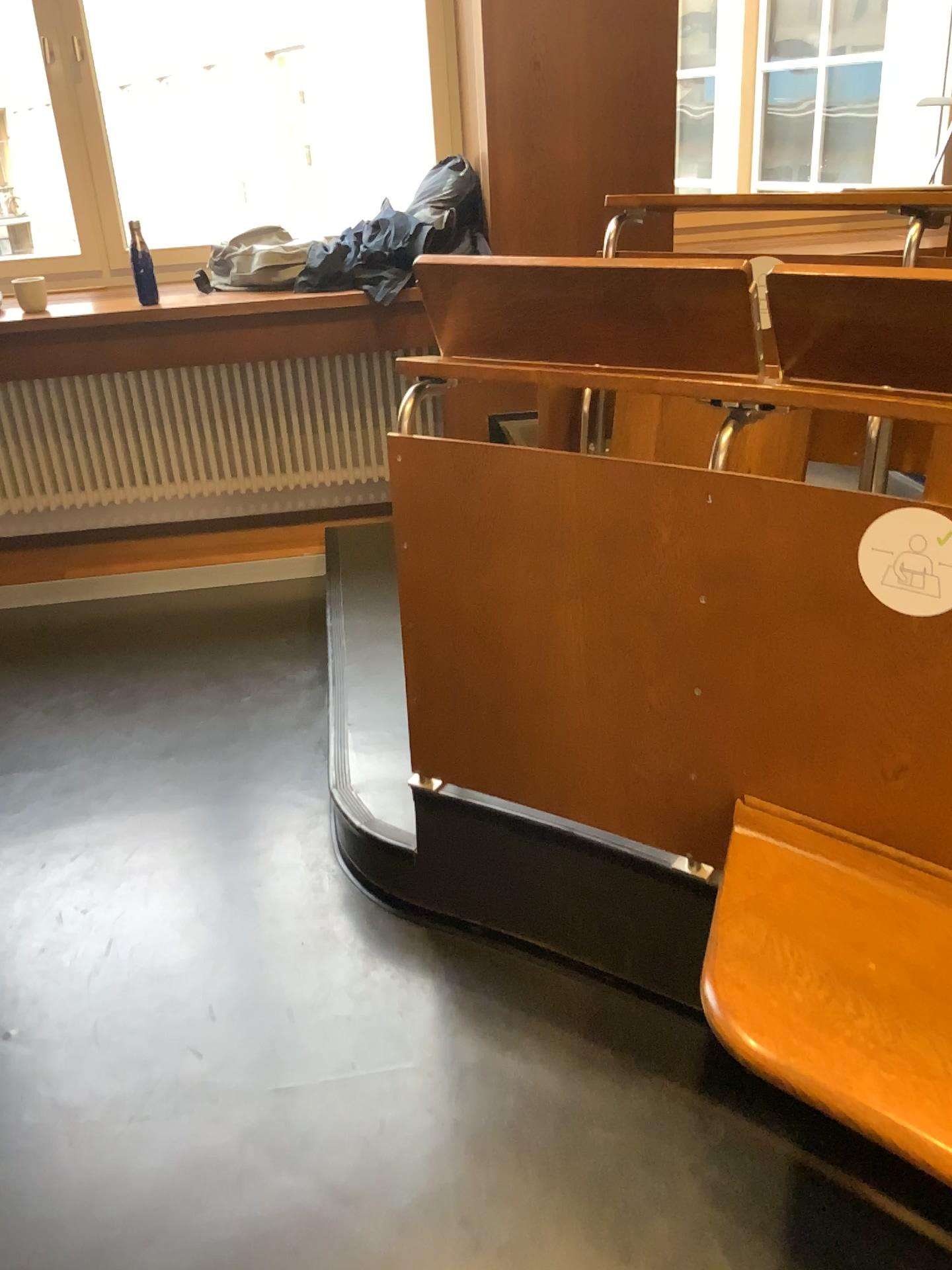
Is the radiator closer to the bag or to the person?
the bag

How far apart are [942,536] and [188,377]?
3.04m

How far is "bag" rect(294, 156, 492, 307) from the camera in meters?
3.4

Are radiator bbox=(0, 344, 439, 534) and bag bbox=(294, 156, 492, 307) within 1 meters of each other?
yes

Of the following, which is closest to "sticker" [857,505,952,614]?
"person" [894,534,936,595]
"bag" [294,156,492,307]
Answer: "person" [894,534,936,595]

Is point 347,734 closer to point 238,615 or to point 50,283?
point 238,615

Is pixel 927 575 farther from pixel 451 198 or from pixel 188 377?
pixel 188 377

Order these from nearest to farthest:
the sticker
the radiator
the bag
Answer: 1. the sticker
2. the bag
3. the radiator

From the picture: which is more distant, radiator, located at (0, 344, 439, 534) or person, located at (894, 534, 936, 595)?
radiator, located at (0, 344, 439, 534)

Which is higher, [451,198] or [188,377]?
[451,198]
